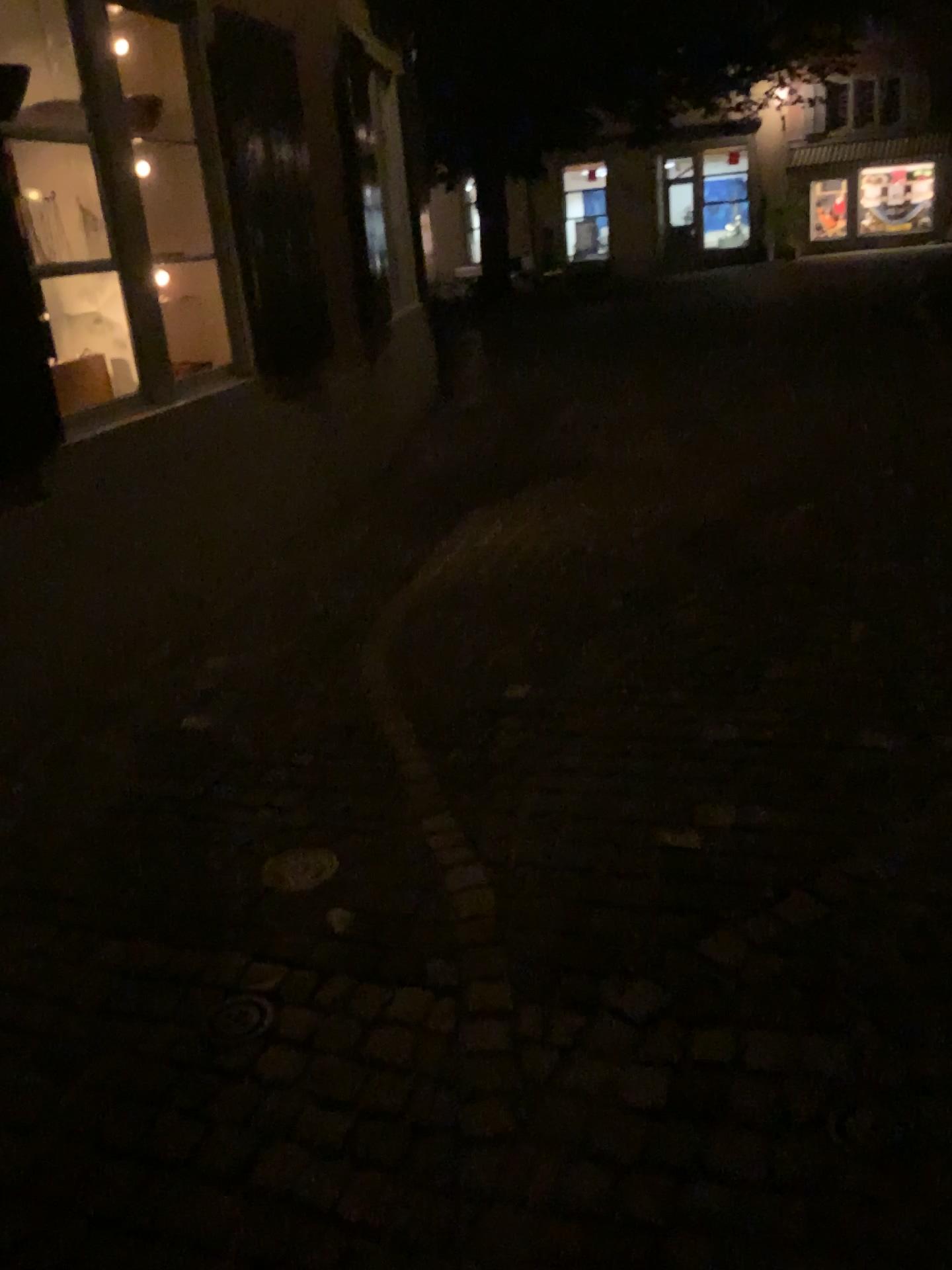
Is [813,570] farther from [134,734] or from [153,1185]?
[153,1185]
